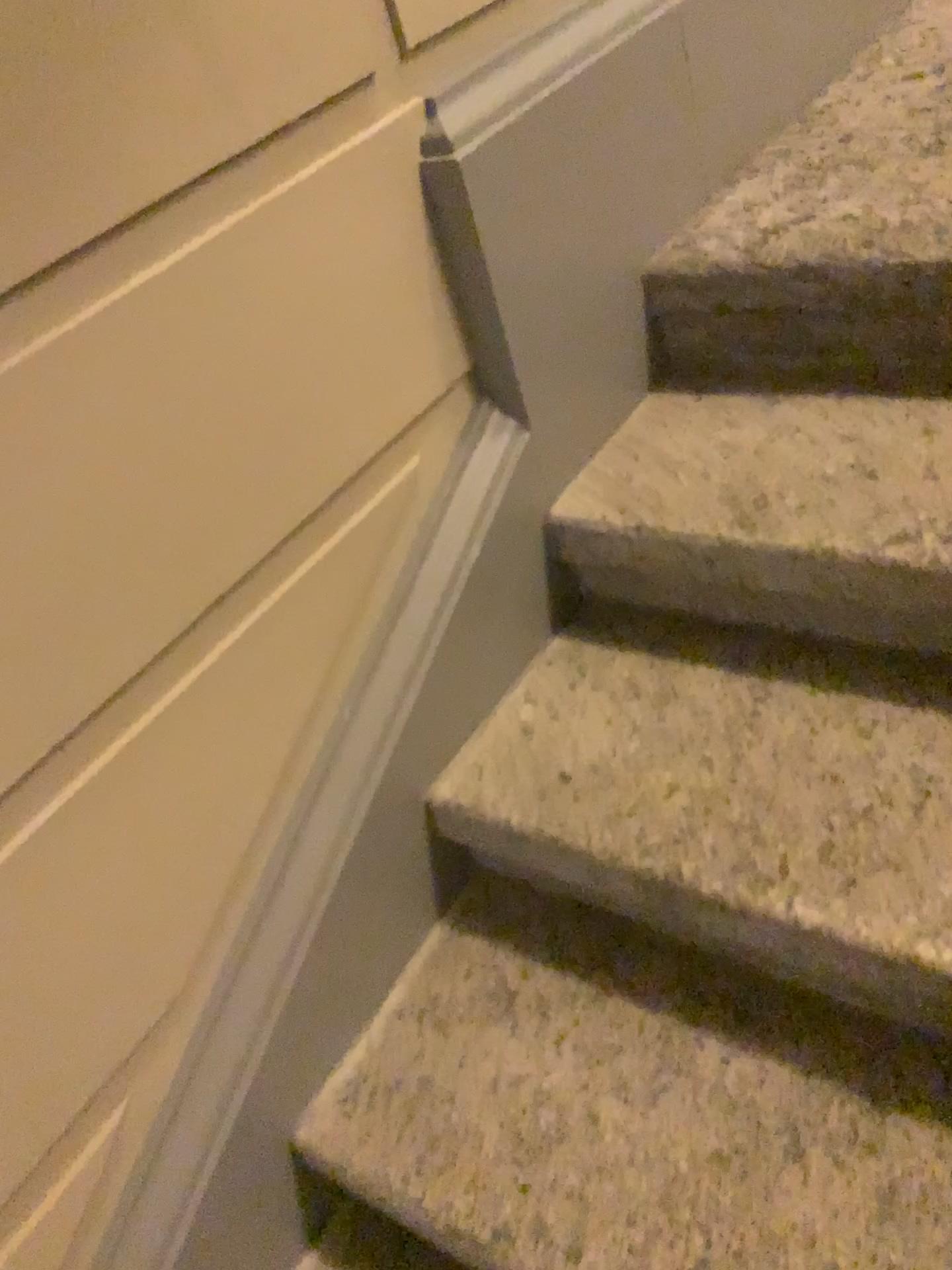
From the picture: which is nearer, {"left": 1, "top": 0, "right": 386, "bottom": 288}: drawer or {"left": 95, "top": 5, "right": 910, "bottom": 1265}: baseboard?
{"left": 1, "top": 0, "right": 386, "bottom": 288}: drawer

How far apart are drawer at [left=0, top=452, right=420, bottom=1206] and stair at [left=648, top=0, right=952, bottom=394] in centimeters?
46cm

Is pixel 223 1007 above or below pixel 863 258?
below

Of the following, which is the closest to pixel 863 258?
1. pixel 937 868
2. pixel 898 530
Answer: pixel 898 530

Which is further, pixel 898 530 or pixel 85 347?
pixel 898 530

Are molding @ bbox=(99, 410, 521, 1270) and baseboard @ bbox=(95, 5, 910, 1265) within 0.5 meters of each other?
yes

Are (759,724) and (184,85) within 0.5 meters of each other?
no

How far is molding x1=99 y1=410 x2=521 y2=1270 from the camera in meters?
1.0

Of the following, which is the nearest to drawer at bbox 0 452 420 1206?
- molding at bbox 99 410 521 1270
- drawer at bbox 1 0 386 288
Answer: molding at bbox 99 410 521 1270

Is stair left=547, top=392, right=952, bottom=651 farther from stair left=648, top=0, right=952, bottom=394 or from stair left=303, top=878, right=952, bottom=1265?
stair left=303, top=878, right=952, bottom=1265
